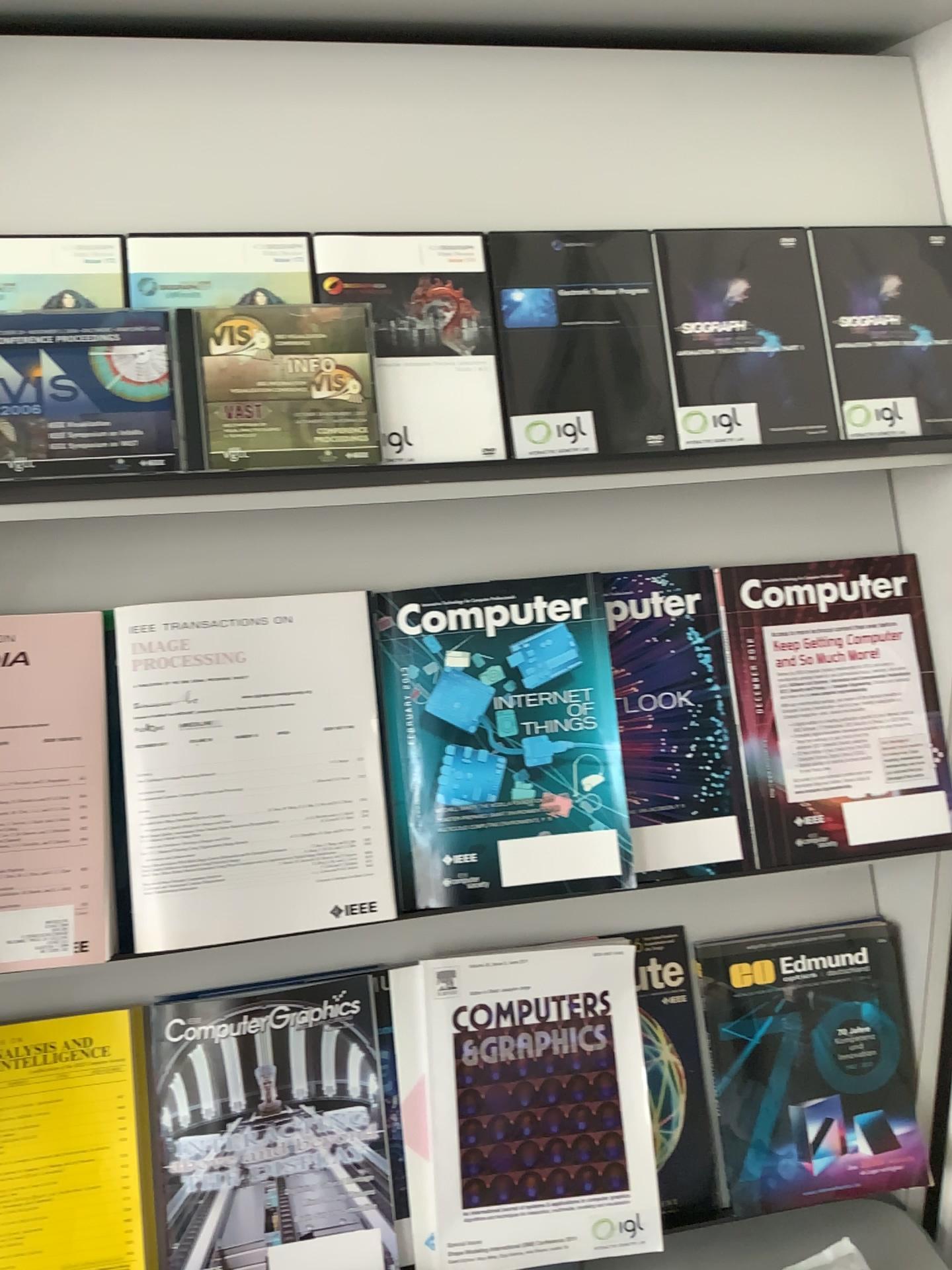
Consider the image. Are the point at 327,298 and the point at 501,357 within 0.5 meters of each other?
yes

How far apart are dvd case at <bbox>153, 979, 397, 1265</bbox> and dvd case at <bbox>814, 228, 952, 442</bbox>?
0.7 meters

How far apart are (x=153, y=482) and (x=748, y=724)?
0.6m

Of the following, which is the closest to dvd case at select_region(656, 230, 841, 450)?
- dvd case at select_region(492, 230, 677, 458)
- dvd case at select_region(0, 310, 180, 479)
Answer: dvd case at select_region(492, 230, 677, 458)

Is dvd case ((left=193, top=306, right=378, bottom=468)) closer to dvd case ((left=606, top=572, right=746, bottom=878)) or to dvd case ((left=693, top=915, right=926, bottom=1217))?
dvd case ((left=606, top=572, right=746, bottom=878))

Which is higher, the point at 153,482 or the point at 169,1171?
the point at 153,482

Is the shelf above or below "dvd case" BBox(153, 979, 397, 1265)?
above

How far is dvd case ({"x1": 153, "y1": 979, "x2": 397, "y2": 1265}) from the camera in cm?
95

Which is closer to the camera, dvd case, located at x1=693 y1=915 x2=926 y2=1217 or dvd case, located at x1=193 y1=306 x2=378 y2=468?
dvd case, located at x1=193 y1=306 x2=378 y2=468

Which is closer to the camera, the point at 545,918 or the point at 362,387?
the point at 362,387
